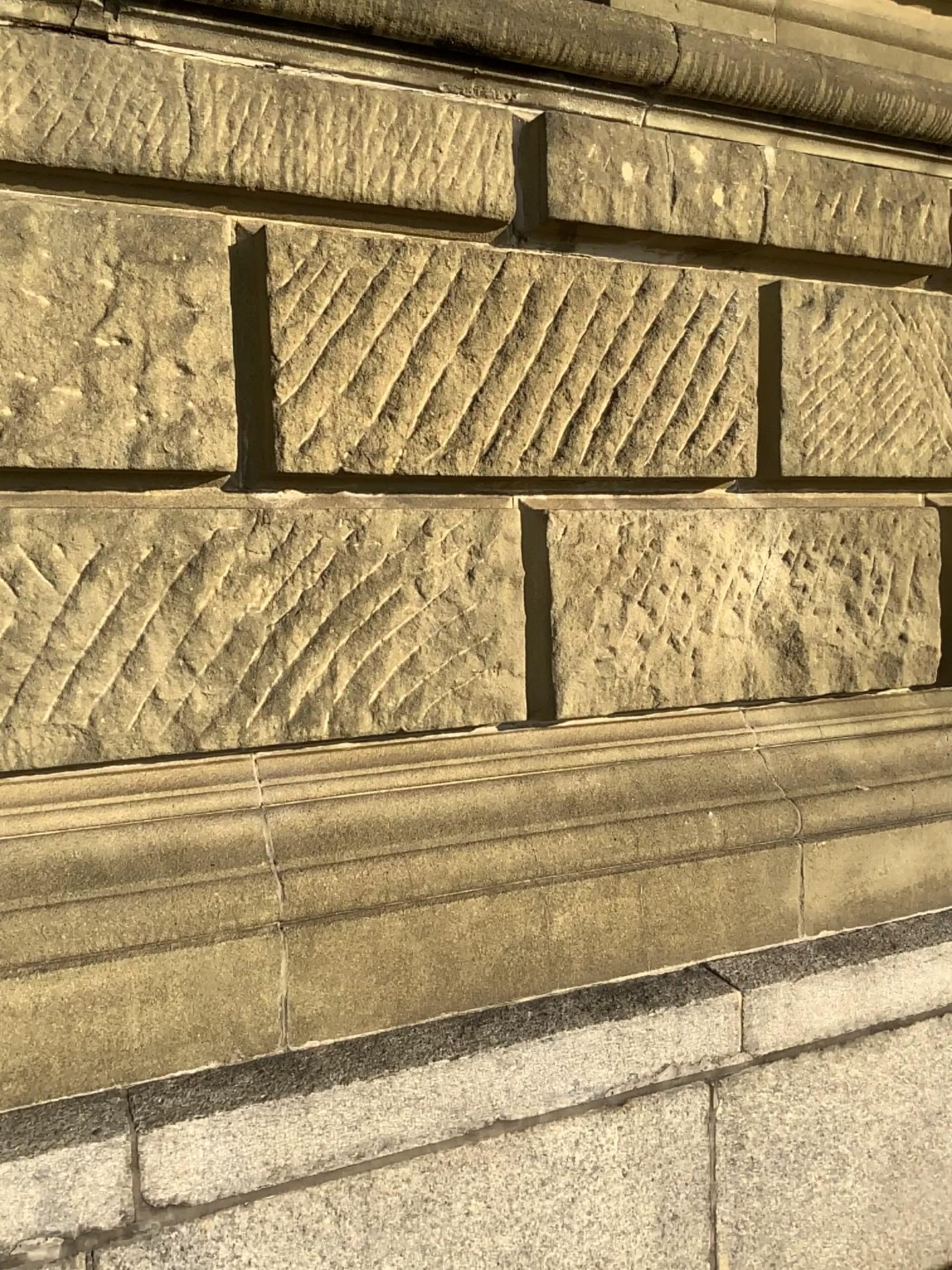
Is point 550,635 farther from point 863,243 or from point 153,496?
point 863,243

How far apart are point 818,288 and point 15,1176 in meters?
2.3

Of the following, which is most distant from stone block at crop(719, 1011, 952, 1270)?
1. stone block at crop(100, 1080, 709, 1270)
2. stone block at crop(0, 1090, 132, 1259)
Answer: stone block at crop(0, 1090, 132, 1259)

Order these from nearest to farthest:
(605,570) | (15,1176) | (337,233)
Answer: (15,1176) → (337,233) → (605,570)

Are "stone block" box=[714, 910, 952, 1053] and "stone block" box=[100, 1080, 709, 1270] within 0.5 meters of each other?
yes

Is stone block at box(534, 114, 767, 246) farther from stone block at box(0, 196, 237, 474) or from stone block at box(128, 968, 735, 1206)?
stone block at box(128, 968, 735, 1206)

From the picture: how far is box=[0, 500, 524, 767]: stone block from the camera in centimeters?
178cm

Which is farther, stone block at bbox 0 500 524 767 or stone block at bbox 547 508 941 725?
stone block at bbox 547 508 941 725

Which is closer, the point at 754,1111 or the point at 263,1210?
the point at 263,1210

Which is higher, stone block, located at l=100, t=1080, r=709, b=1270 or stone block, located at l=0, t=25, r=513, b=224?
stone block, located at l=0, t=25, r=513, b=224
